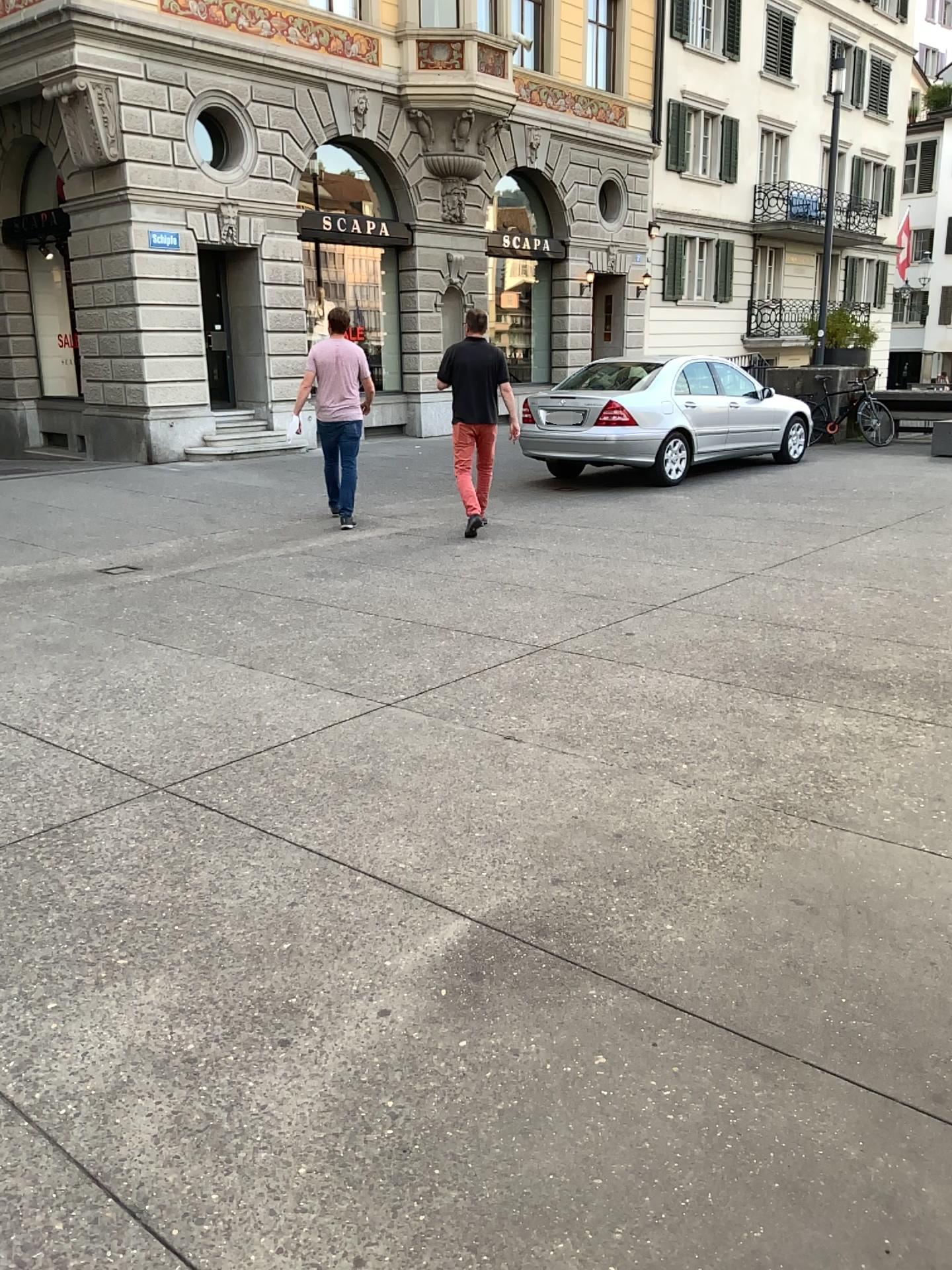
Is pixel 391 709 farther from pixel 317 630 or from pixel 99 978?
pixel 99 978
